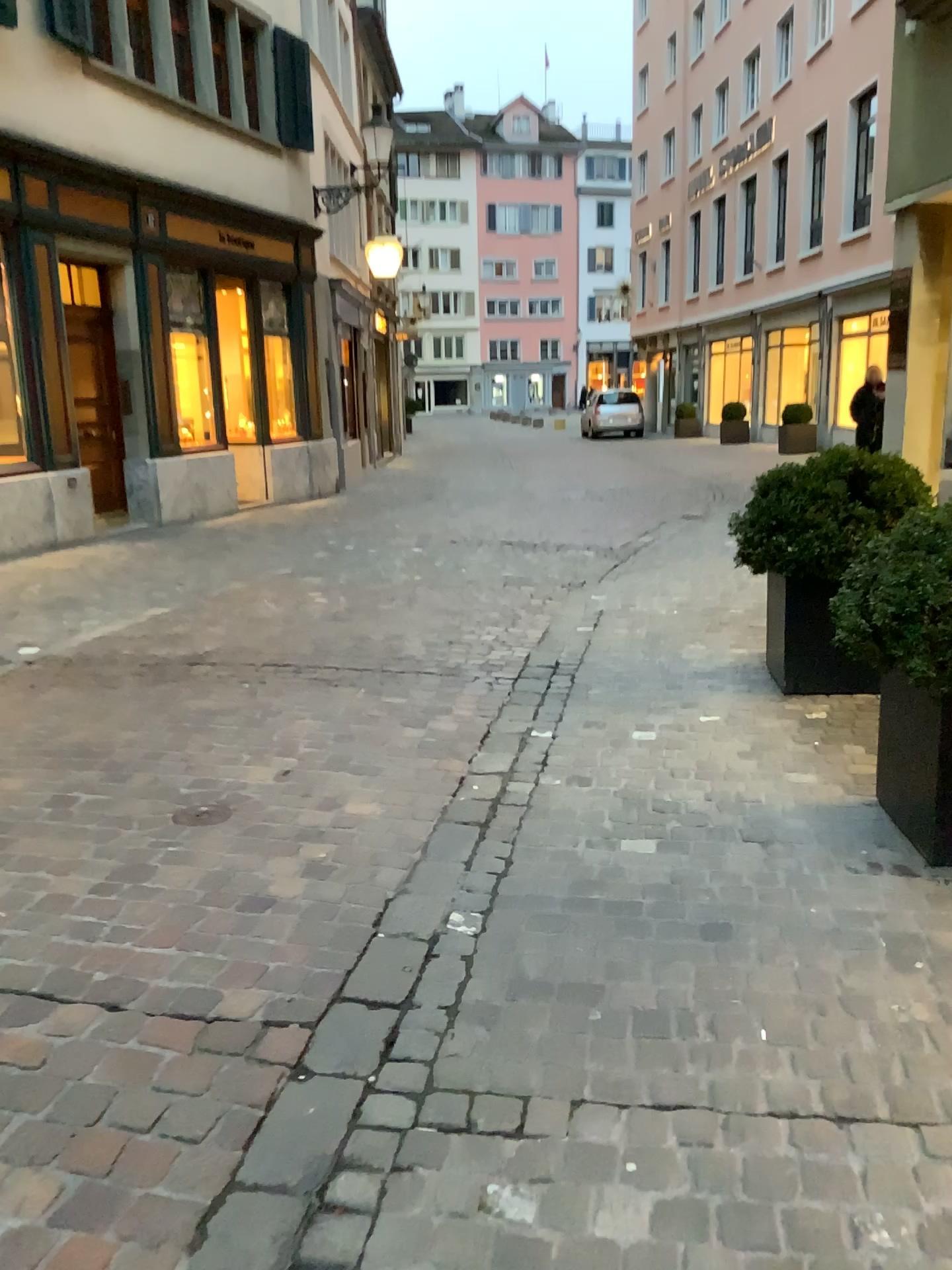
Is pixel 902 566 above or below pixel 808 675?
above

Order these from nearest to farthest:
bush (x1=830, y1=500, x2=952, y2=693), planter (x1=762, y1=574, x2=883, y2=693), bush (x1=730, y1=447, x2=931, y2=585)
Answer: bush (x1=830, y1=500, x2=952, y2=693), bush (x1=730, y1=447, x2=931, y2=585), planter (x1=762, y1=574, x2=883, y2=693)

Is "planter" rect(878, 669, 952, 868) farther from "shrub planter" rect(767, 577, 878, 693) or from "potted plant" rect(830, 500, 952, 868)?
"shrub planter" rect(767, 577, 878, 693)

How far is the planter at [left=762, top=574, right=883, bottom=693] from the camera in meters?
4.3

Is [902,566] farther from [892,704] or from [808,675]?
[808,675]

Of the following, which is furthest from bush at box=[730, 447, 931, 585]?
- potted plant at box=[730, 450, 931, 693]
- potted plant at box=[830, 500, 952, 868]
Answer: potted plant at box=[830, 500, 952, 868]

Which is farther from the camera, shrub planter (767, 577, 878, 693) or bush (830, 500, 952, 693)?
shrub planter (767, 577, 878, 693)

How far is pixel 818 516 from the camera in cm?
416

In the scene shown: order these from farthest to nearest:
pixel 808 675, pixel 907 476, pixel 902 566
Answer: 1. pixel 808 675
2. pixel 907 476
3. pixel 902 566
